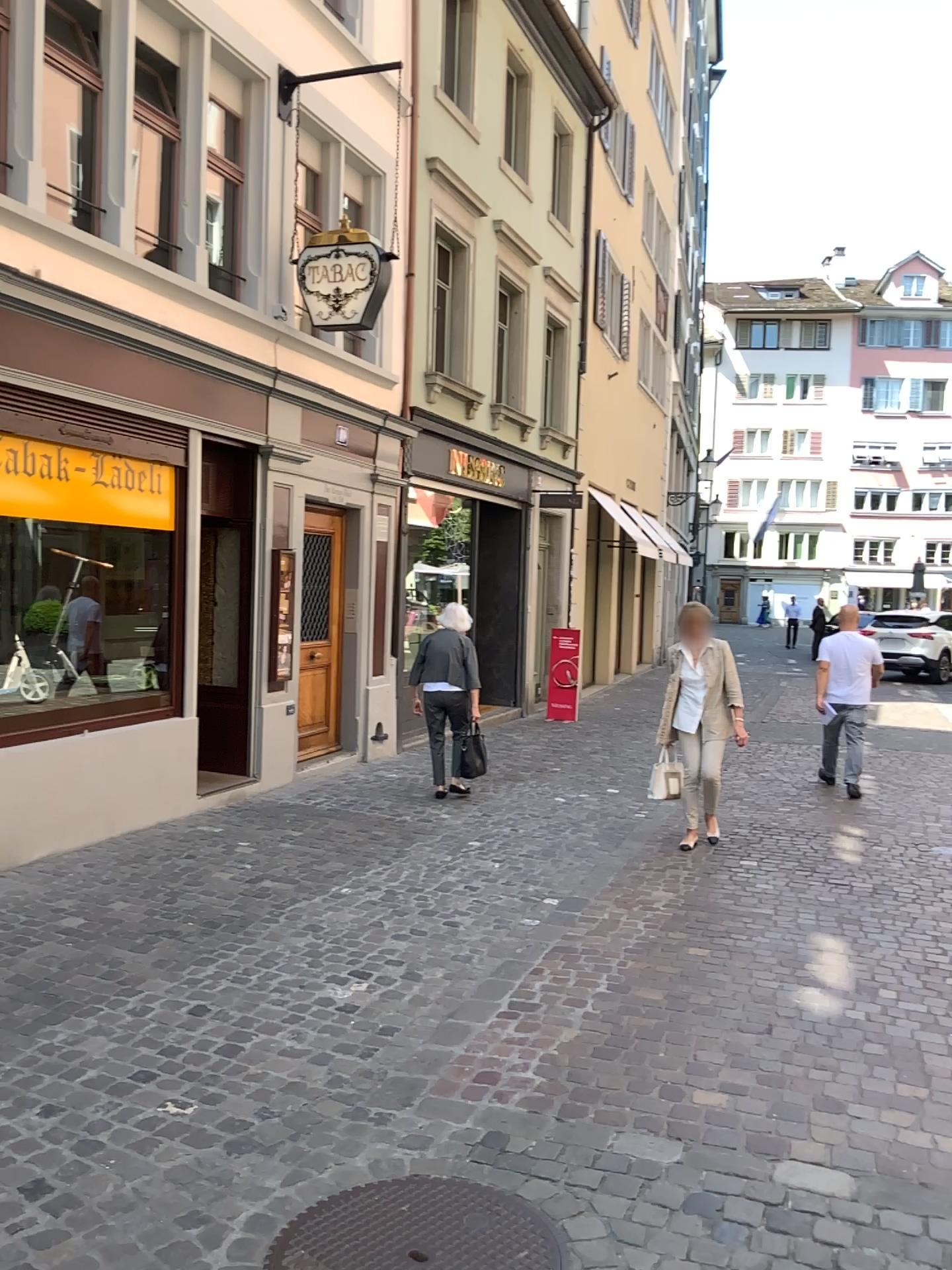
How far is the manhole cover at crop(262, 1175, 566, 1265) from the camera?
2.6 meters

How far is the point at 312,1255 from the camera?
2.6 meters

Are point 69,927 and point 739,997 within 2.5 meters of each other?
no
